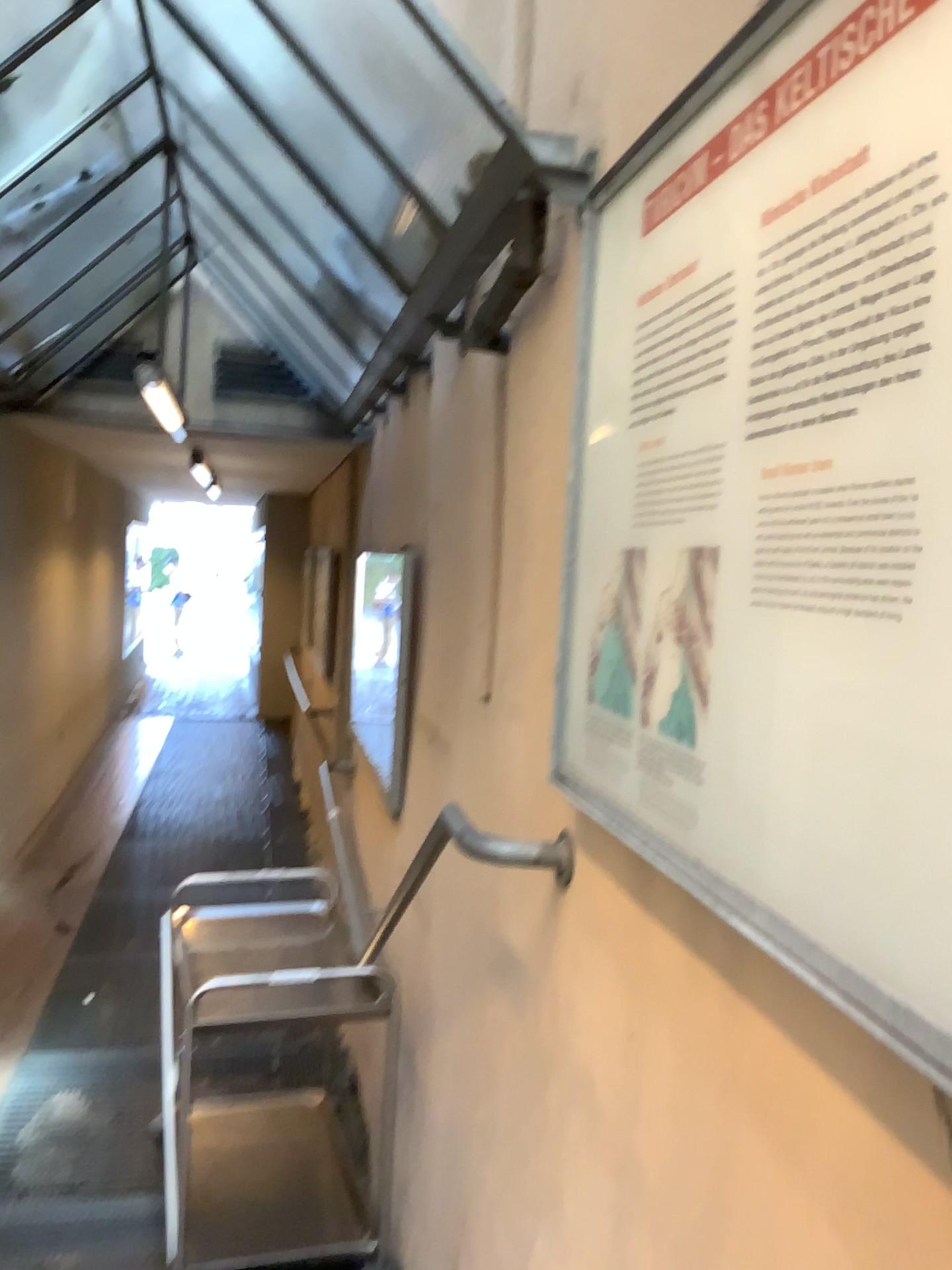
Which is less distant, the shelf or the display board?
the display board

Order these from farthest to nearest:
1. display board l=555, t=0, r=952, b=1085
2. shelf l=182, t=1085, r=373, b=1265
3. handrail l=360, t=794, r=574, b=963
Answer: shelf l=182, t=1085, r=373, b=1265 → handrail l=360, t=794, r=574, b=963 → display board l=555, t=0, r=952, b=1085

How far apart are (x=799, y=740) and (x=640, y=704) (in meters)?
0.38

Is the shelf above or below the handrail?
below

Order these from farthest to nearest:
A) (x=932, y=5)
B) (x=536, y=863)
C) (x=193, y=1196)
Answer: (x=193, y=1196)
(x=536, y=863)
(x=932, y=5)

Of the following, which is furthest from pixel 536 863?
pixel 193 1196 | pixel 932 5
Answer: pixel 193 1196

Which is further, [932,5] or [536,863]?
[536,863]

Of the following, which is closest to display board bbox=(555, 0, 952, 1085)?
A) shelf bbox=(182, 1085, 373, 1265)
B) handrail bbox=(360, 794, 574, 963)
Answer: handrail bbox=(360, 794, 574, 963)

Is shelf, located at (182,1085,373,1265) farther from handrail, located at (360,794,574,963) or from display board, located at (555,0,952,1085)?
display board, located at (555,0,952,1085)
